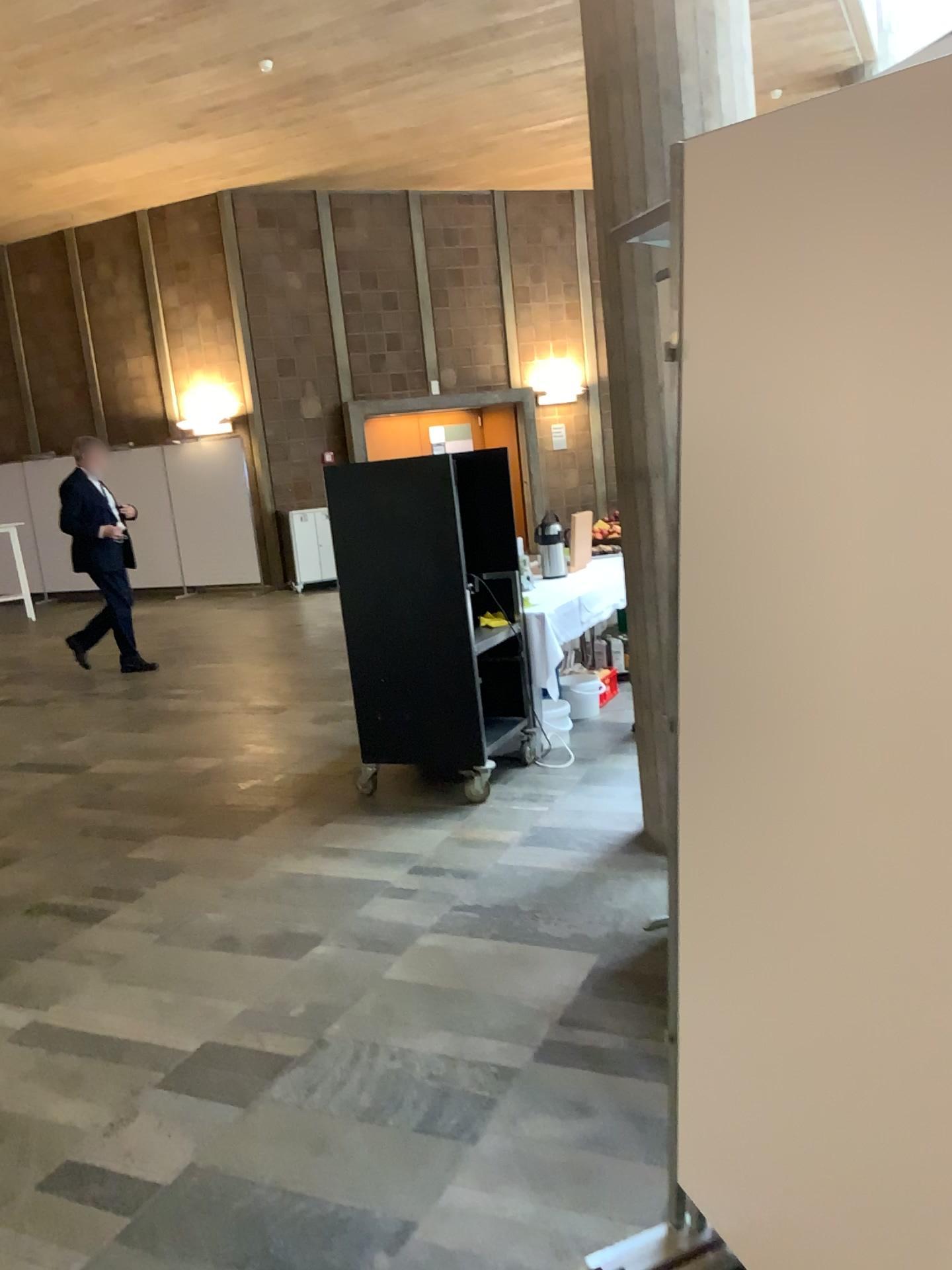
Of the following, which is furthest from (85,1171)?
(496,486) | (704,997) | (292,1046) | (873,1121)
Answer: (496,486)
